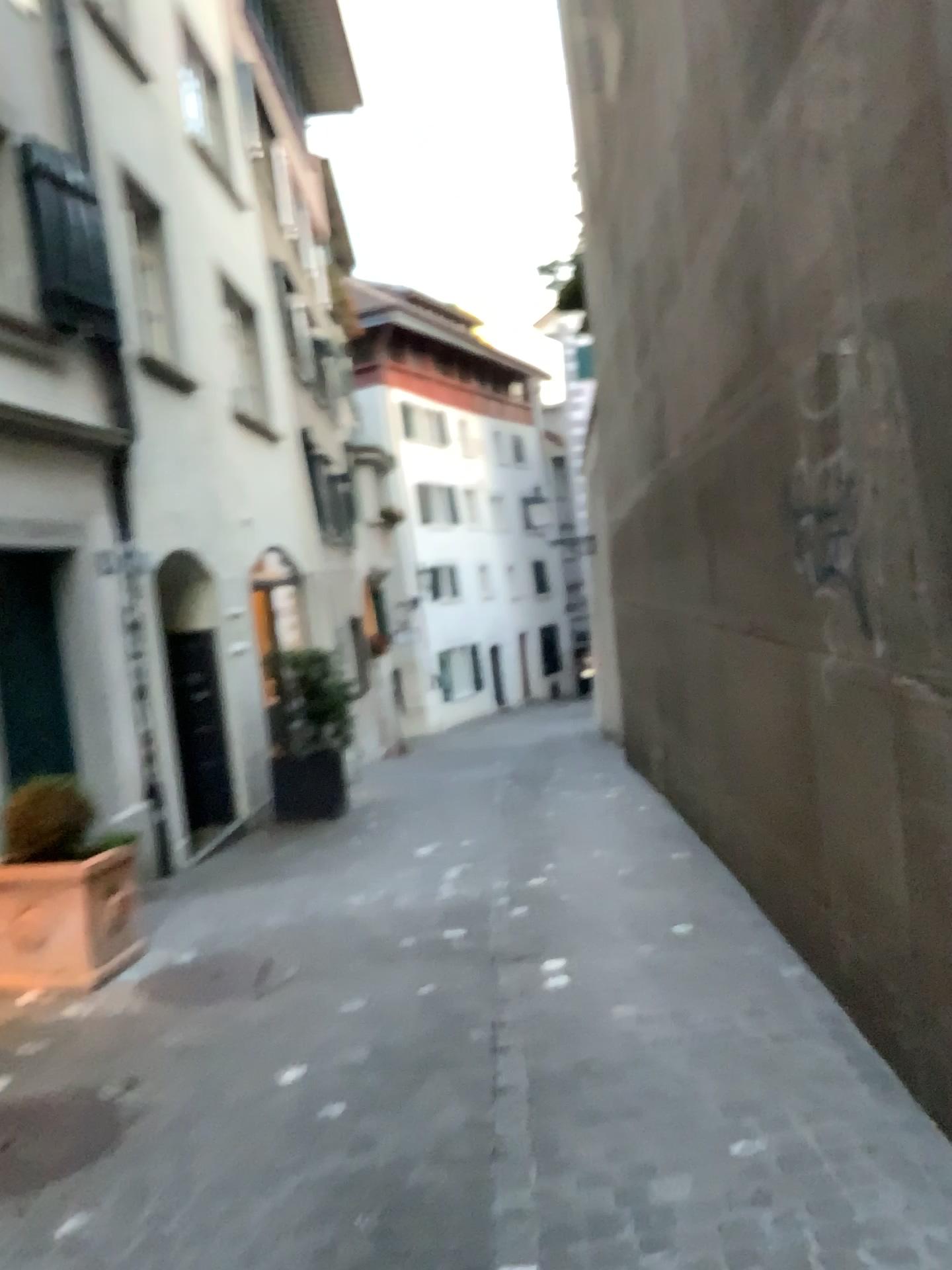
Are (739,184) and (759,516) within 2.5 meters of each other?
yes
